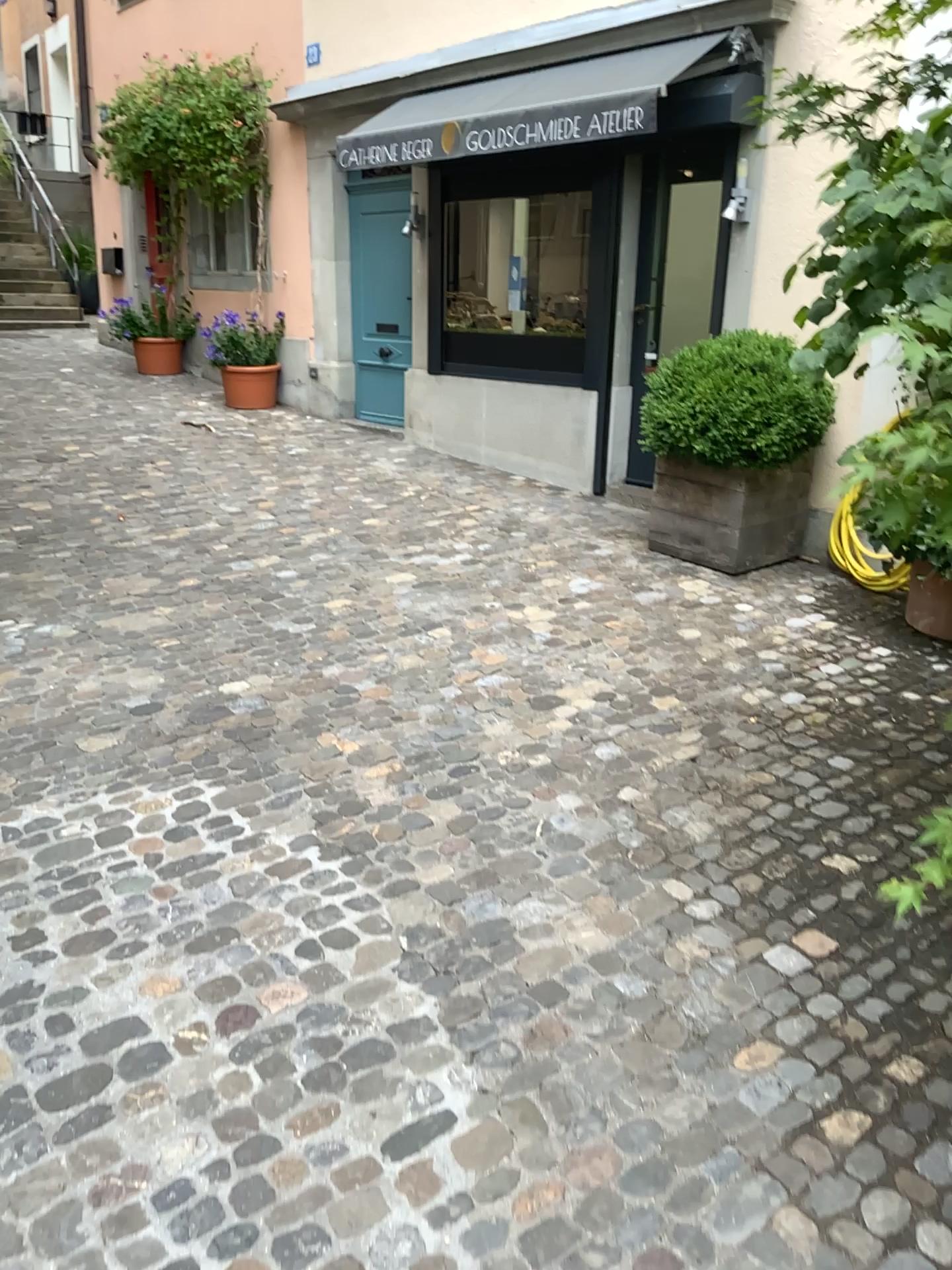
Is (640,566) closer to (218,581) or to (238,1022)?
(218,581)
